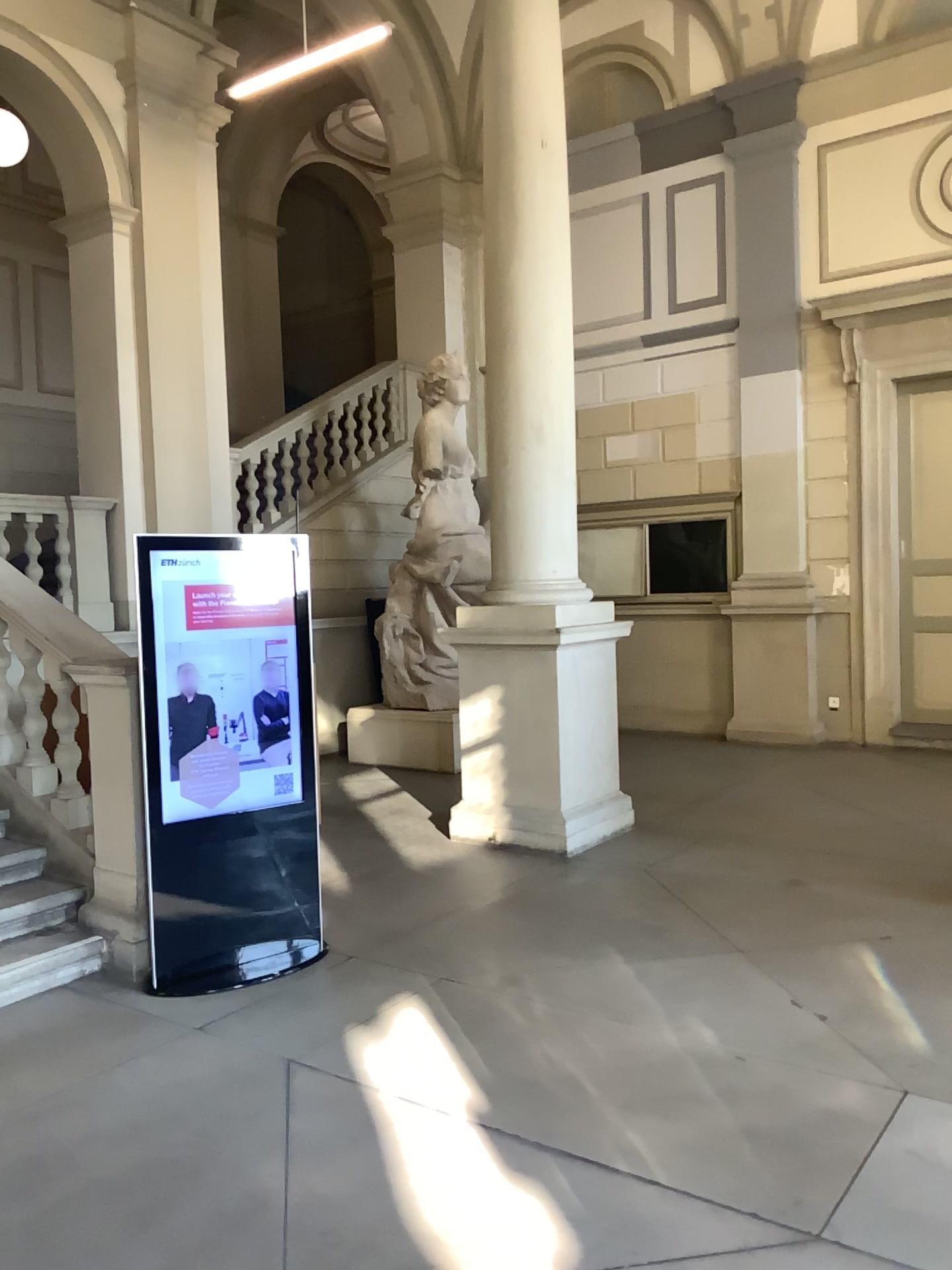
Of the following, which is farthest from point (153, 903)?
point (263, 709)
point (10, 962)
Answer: point (263, 709)

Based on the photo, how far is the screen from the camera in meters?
4.3

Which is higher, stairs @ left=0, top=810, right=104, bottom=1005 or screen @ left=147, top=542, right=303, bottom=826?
screen @ left=147, top=542, right=303, bottom=826

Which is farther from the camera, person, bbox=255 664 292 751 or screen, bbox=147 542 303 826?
person, bbox=255 664 292 751

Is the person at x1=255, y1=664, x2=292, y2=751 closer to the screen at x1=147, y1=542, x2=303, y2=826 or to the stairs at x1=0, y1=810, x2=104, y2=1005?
the screen at x1=147, y1=542, x2=303, y2=826

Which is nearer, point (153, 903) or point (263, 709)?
point (153, 903)

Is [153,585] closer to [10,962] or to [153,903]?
[153,903]

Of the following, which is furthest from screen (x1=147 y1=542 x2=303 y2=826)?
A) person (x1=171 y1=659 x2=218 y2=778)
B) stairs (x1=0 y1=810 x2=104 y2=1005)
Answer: stairs (x1=0 y1=810 x2=104 y2=1005)

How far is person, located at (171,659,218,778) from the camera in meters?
4.3

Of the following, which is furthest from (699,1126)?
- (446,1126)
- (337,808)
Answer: (337,808)
